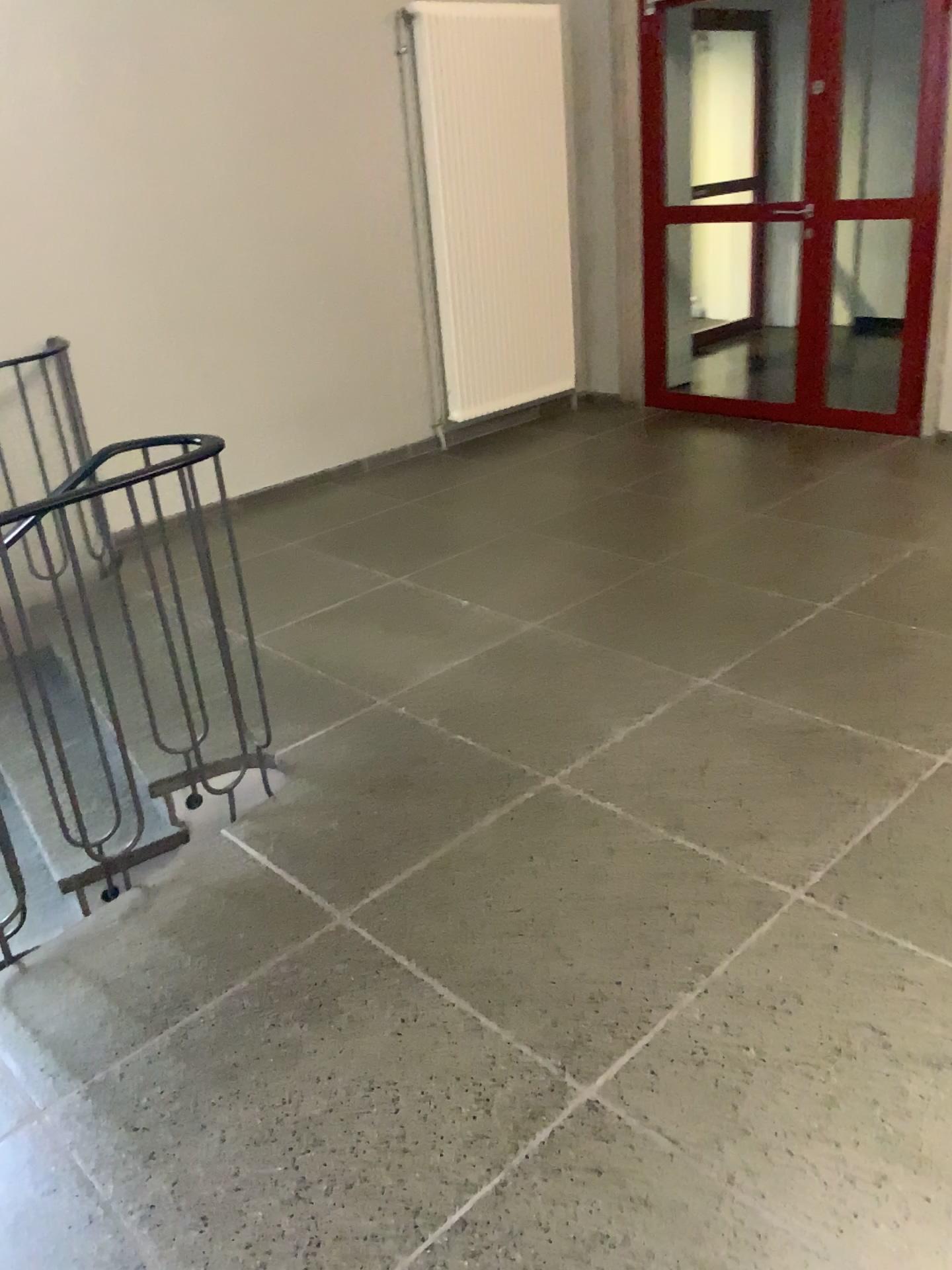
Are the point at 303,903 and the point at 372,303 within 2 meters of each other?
no
